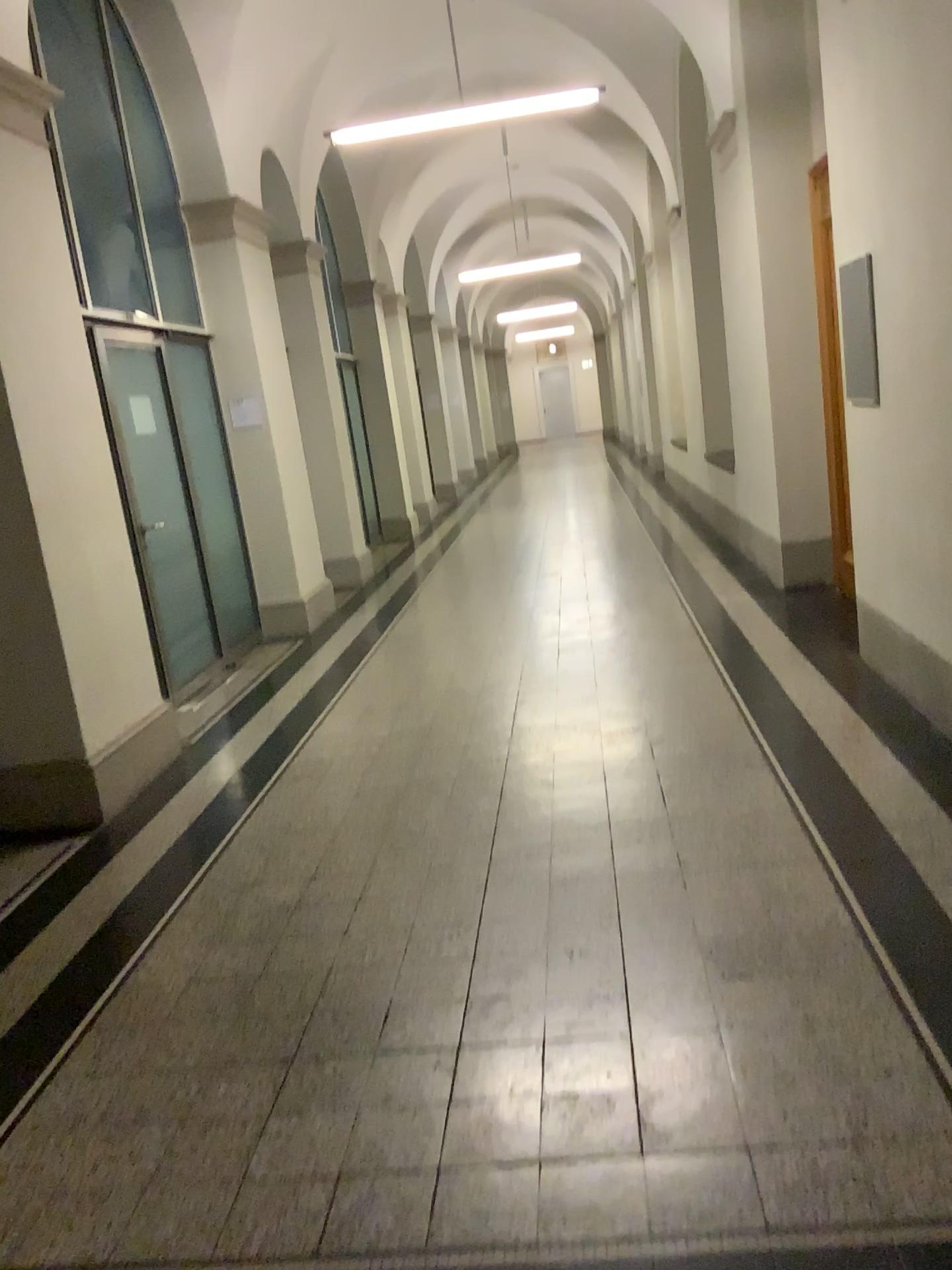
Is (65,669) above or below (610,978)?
above
